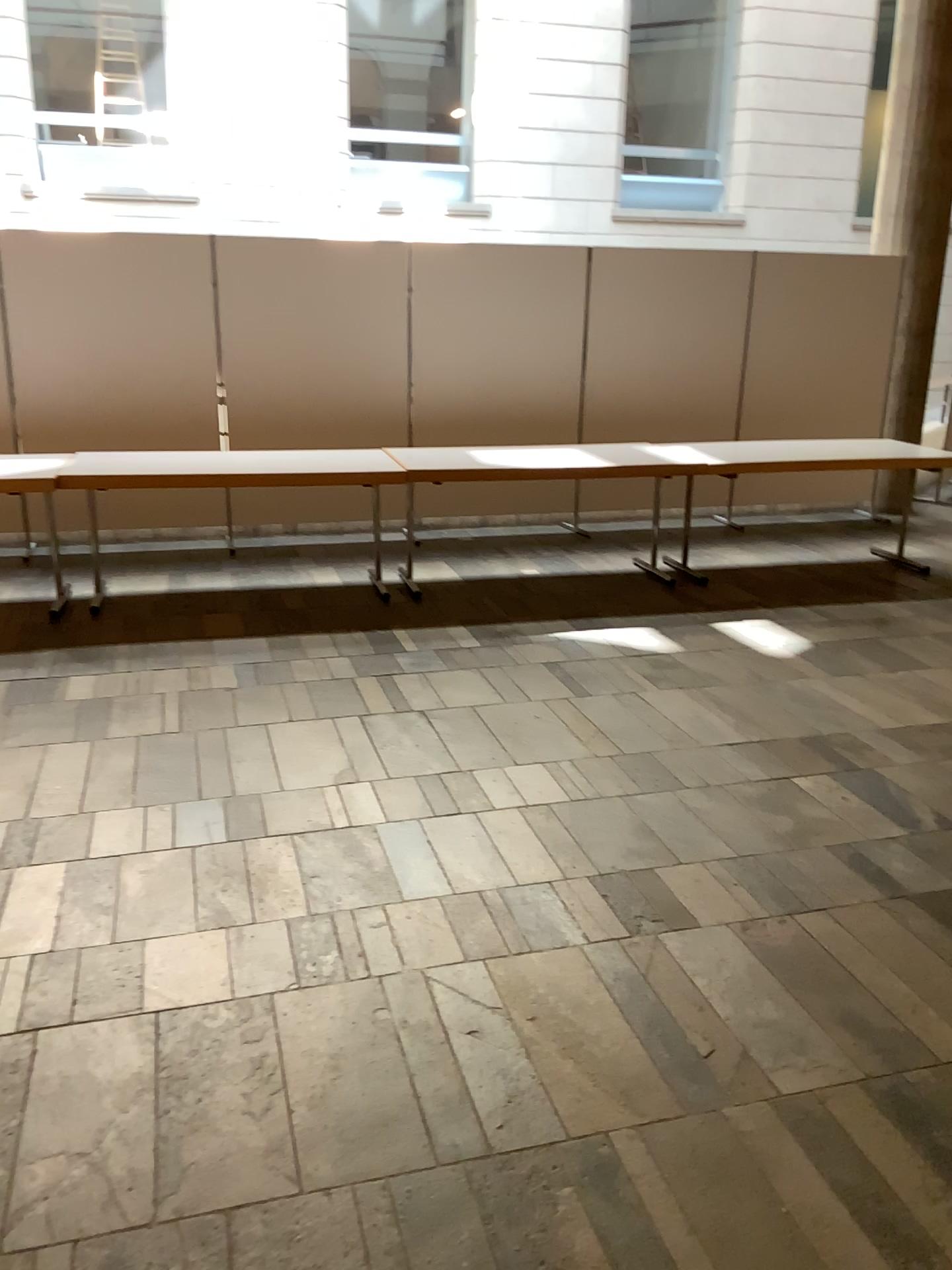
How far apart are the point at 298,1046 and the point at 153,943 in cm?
55
